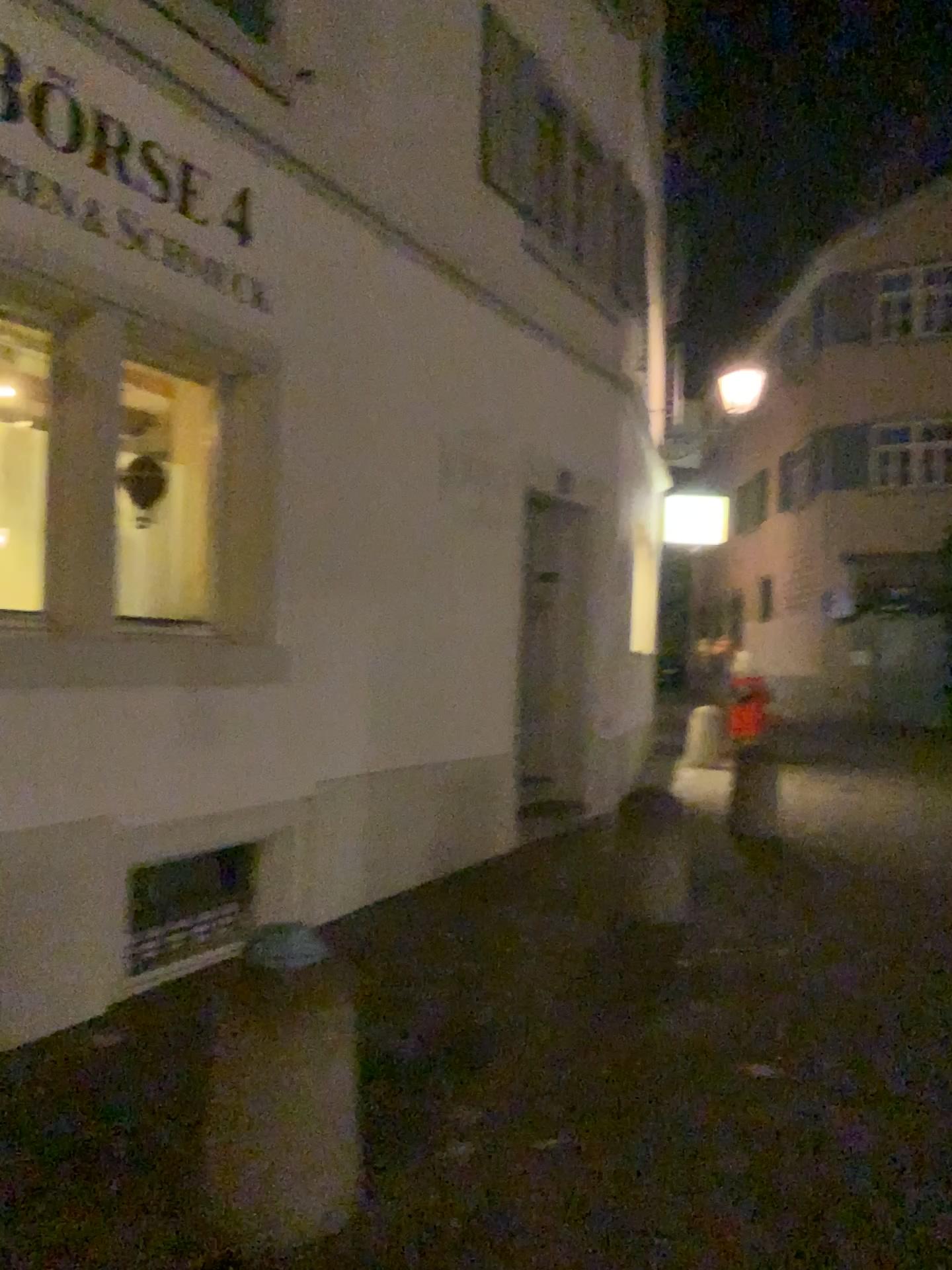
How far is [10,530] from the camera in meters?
3.9 m

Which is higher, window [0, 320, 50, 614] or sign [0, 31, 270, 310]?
sign [0, 31, 270, 310]

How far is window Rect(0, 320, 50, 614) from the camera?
3.9m

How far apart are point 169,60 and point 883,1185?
4.6 meters

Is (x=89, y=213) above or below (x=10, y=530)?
above
